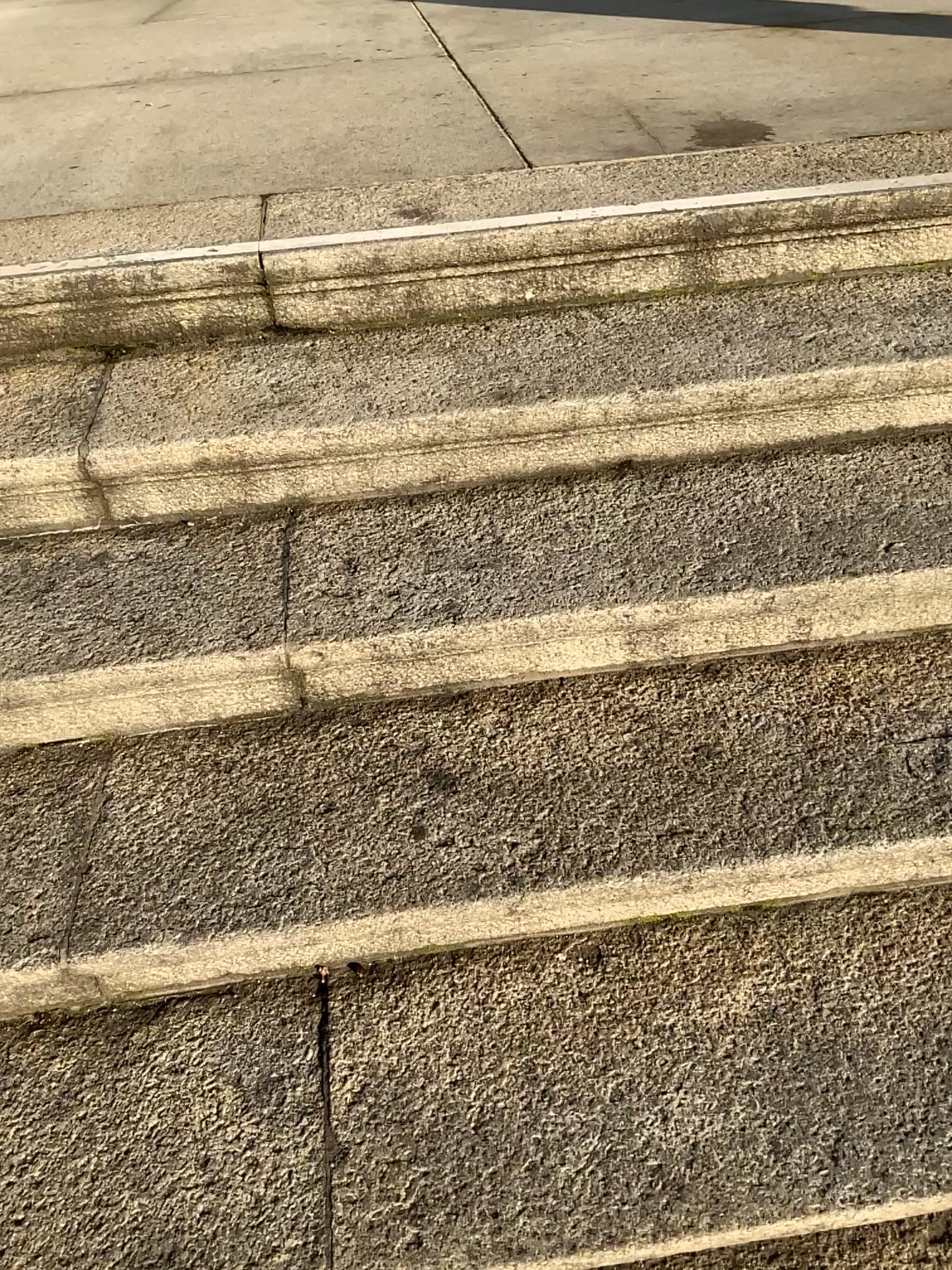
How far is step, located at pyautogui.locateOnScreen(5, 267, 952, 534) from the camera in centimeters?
146cm

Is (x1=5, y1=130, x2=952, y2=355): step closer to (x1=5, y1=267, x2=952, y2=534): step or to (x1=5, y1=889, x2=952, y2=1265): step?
(x1=5, y1=267, x2=952, y2=534): step

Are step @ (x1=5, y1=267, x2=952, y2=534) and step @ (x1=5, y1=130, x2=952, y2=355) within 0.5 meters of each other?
yes

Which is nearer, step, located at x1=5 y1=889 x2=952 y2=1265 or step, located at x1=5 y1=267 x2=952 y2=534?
step, located at x1=5 y1=889 x2=952 y2=1265

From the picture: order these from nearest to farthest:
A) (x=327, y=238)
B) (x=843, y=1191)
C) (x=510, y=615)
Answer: (x=843, y=1191) → (x=510, y=615) → (x=327, y=238)

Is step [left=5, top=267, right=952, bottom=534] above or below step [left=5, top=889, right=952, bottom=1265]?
above

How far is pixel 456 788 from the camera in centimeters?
127cm

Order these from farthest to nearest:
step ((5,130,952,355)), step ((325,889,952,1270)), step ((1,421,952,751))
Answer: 1. step ((5,130,952,355))
2. step ((1,421,952,751))
3. step ((325,889,952,1270))

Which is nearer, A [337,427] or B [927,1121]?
B [927,1121]

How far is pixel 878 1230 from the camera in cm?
106
